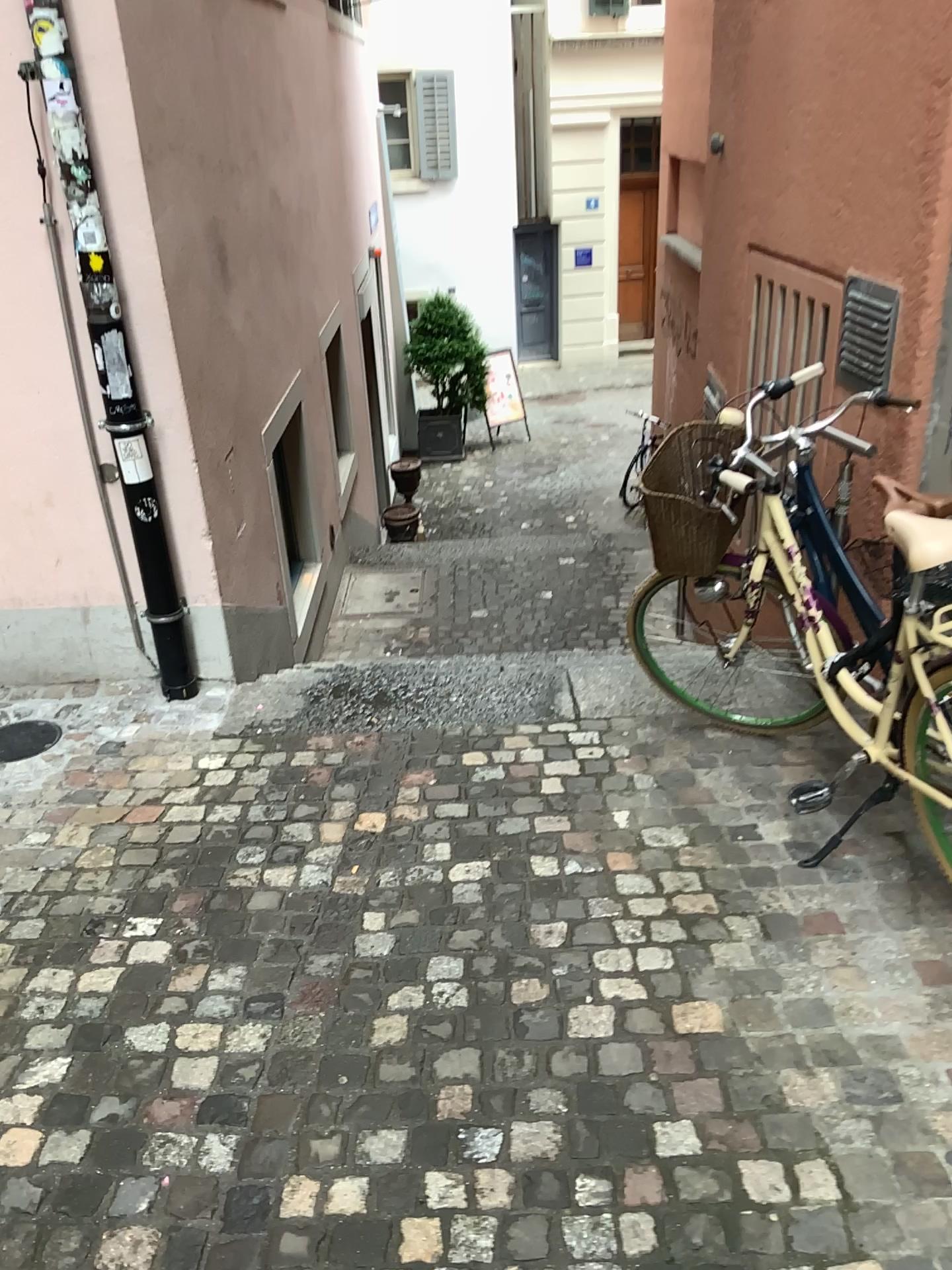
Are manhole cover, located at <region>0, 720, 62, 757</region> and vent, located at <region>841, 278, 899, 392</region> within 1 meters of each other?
no

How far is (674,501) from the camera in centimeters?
287cm

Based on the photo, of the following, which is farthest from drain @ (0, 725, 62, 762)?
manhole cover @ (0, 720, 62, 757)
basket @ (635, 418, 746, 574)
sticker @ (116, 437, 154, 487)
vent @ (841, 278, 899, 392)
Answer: vent @ (841, 278, 899, 392)

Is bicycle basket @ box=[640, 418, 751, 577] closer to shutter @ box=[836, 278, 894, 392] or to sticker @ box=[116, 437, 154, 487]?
shutter @ box=[836, 278, 894, 392]

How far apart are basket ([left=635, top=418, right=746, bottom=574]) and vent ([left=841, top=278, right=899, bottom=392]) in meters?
0.8

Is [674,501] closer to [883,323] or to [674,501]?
[674,501]

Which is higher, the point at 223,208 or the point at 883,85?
the point at 883,85

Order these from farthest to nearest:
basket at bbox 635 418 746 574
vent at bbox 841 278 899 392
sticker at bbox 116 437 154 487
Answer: sticker at bbox 116 437 154 487, vent at bbox 841 278 899 392, basket at bbox 635 418 746 574

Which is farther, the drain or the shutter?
the drain

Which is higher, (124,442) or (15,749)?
(124,442)
